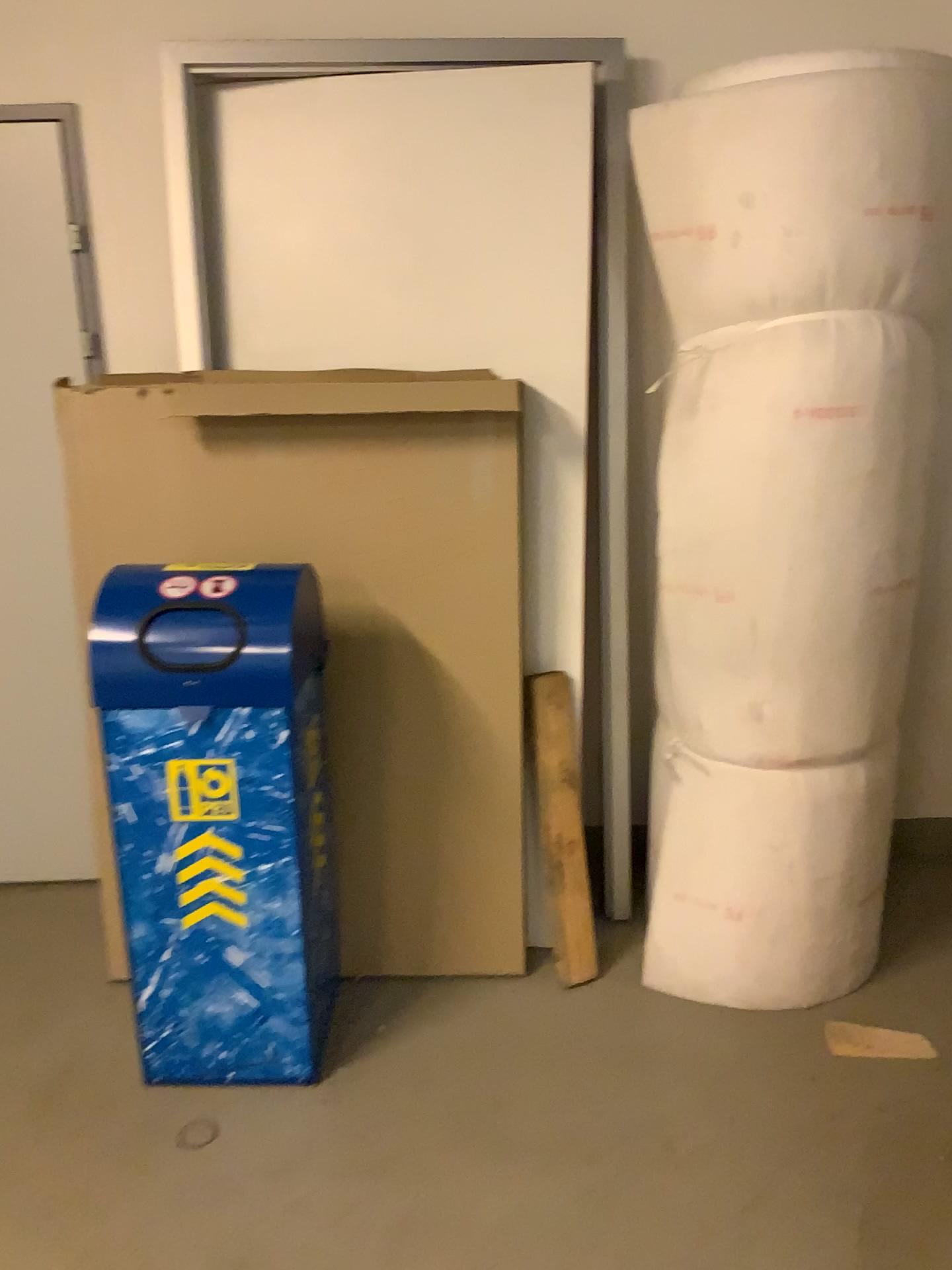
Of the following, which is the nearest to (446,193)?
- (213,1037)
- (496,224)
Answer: (496,224)

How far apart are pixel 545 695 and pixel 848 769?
0.70m

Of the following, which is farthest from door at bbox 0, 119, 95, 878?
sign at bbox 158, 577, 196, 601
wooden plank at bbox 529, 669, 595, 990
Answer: wooden plank at bbox 529, 669, 595, 990

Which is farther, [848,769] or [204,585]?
[848,769]

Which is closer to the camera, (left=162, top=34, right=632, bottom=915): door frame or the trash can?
the trash can

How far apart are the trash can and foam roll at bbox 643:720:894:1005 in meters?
0.8 m

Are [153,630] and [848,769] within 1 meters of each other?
no

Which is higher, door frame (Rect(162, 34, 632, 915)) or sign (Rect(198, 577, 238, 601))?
door frame (Rect(162, 34, 632, 915))

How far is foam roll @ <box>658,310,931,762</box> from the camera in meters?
2.1

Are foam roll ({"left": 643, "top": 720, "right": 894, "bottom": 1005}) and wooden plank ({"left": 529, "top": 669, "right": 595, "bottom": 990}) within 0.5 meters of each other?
yes
